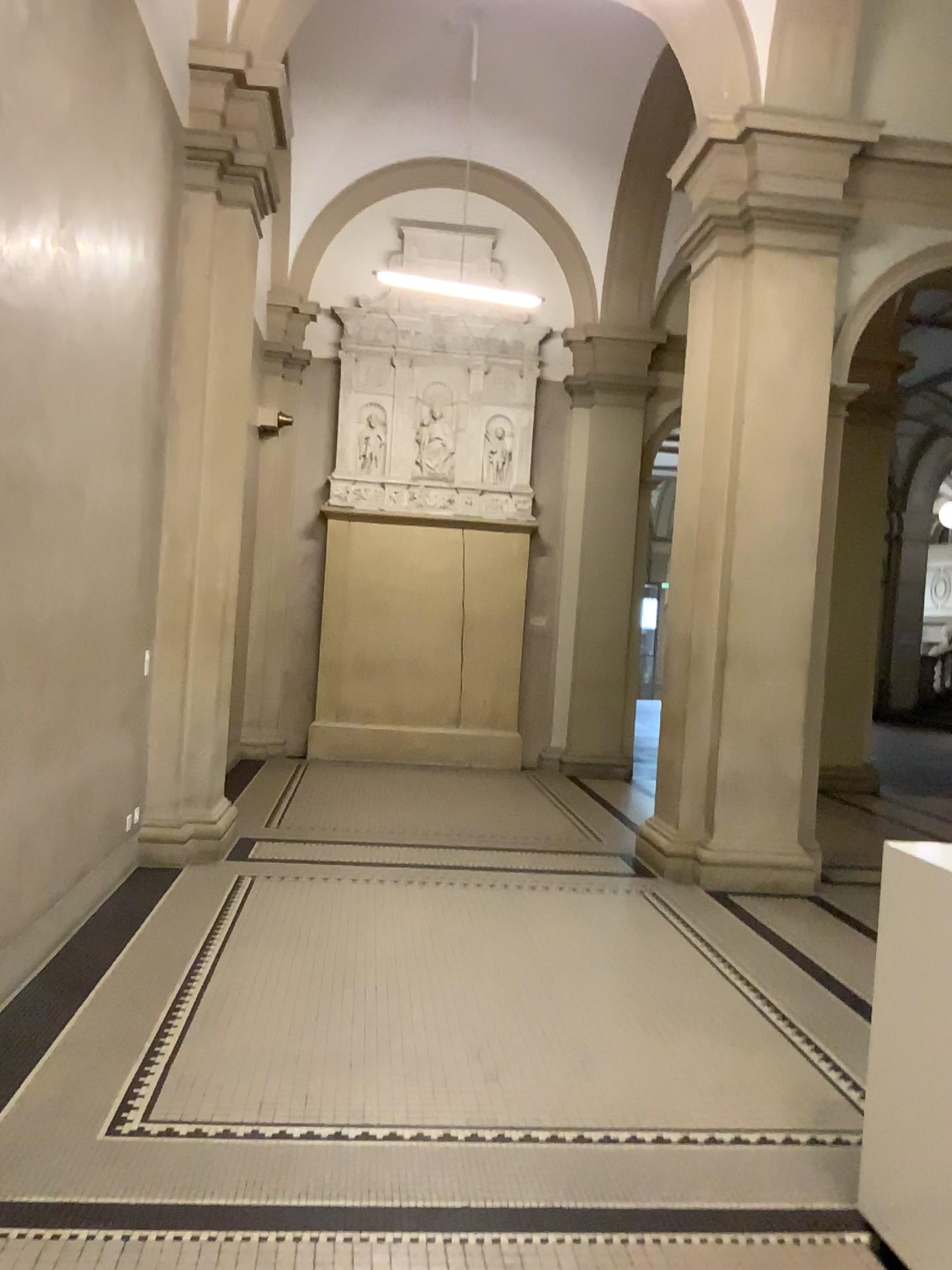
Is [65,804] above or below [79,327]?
below
